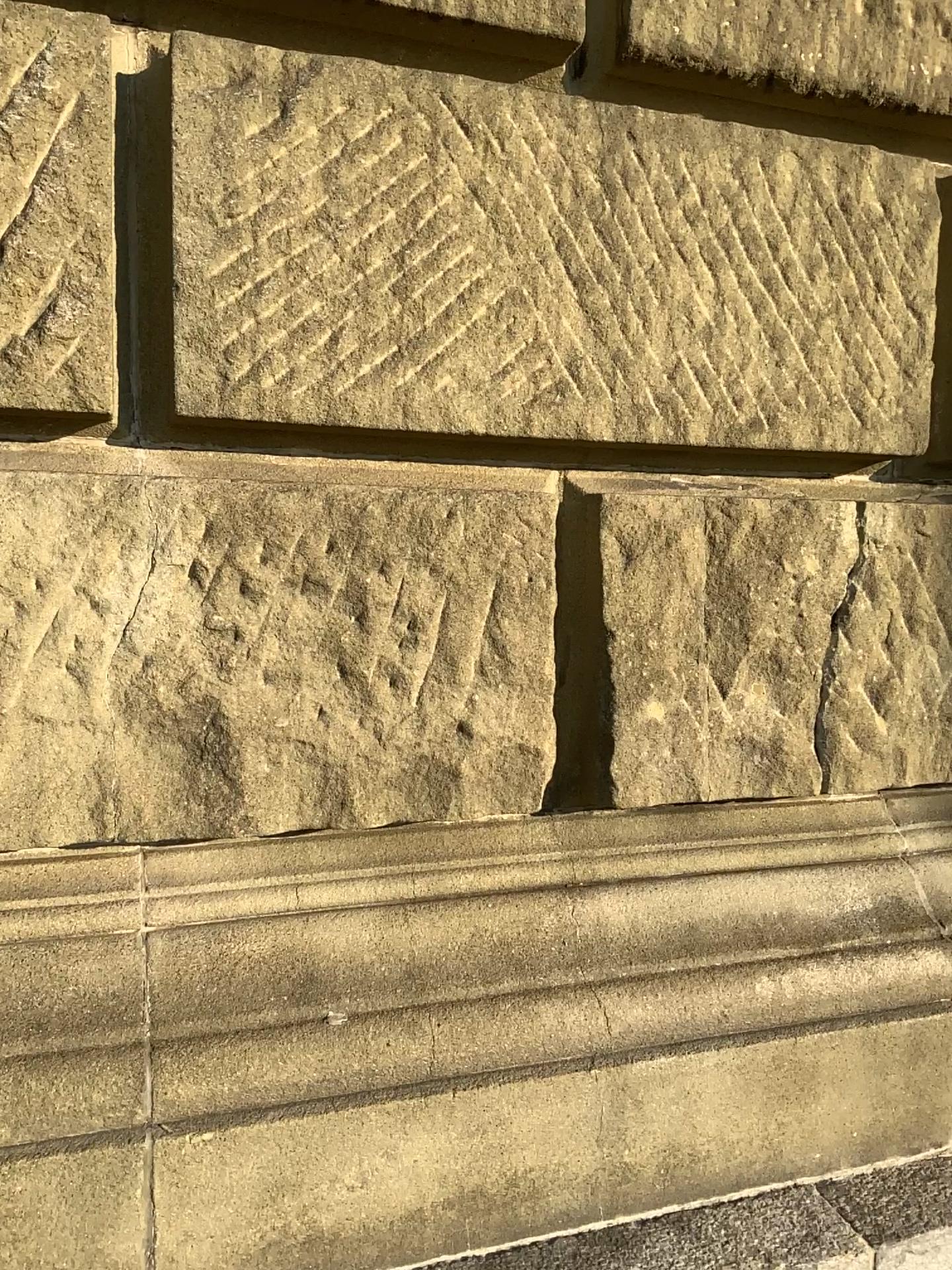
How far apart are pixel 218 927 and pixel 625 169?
1.1 meters

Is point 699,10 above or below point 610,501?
above

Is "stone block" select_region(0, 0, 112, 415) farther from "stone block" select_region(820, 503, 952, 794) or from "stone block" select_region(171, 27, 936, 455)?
"stone block" select_region(820, 503, 952, 794)

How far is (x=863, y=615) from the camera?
1.6m

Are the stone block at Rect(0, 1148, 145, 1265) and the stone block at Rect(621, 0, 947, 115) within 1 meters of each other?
no

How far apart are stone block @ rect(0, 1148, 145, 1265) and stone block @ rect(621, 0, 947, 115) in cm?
150

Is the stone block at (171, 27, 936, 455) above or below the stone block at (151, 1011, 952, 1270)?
above

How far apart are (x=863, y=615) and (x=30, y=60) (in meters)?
1.30

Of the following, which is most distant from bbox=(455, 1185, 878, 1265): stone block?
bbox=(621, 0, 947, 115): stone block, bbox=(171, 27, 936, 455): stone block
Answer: bbox=(621, 0, 947, 115): stone block

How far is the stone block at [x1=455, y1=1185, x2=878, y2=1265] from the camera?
1.3m
